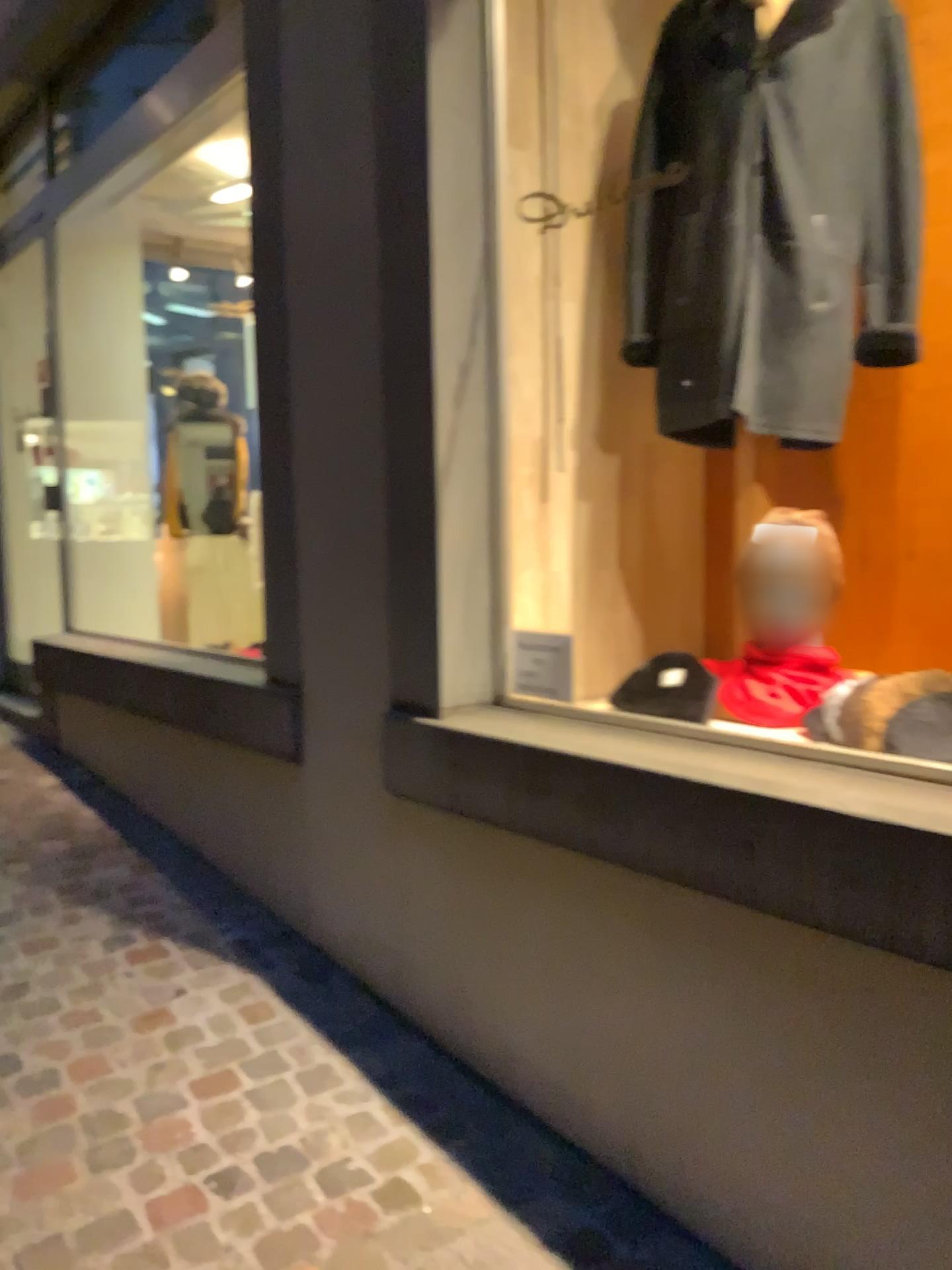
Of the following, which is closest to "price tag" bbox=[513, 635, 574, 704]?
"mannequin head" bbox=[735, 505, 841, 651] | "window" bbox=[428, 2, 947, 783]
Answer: "window" bbox=[428, 2, 947, 783]

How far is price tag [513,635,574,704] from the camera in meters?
2.4 m

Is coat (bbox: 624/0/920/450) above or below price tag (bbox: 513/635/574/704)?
above

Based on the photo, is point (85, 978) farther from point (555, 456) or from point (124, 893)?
point (555, 456)

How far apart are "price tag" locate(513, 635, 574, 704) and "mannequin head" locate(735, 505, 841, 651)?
0.4m

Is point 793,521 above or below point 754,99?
below

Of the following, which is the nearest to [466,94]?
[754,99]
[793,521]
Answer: [754,99]

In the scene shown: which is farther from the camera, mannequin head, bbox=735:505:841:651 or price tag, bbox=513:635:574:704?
price tag, bbox=513:635:574:704

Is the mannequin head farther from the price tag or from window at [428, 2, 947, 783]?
the price tag

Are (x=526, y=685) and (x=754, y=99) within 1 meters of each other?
no
